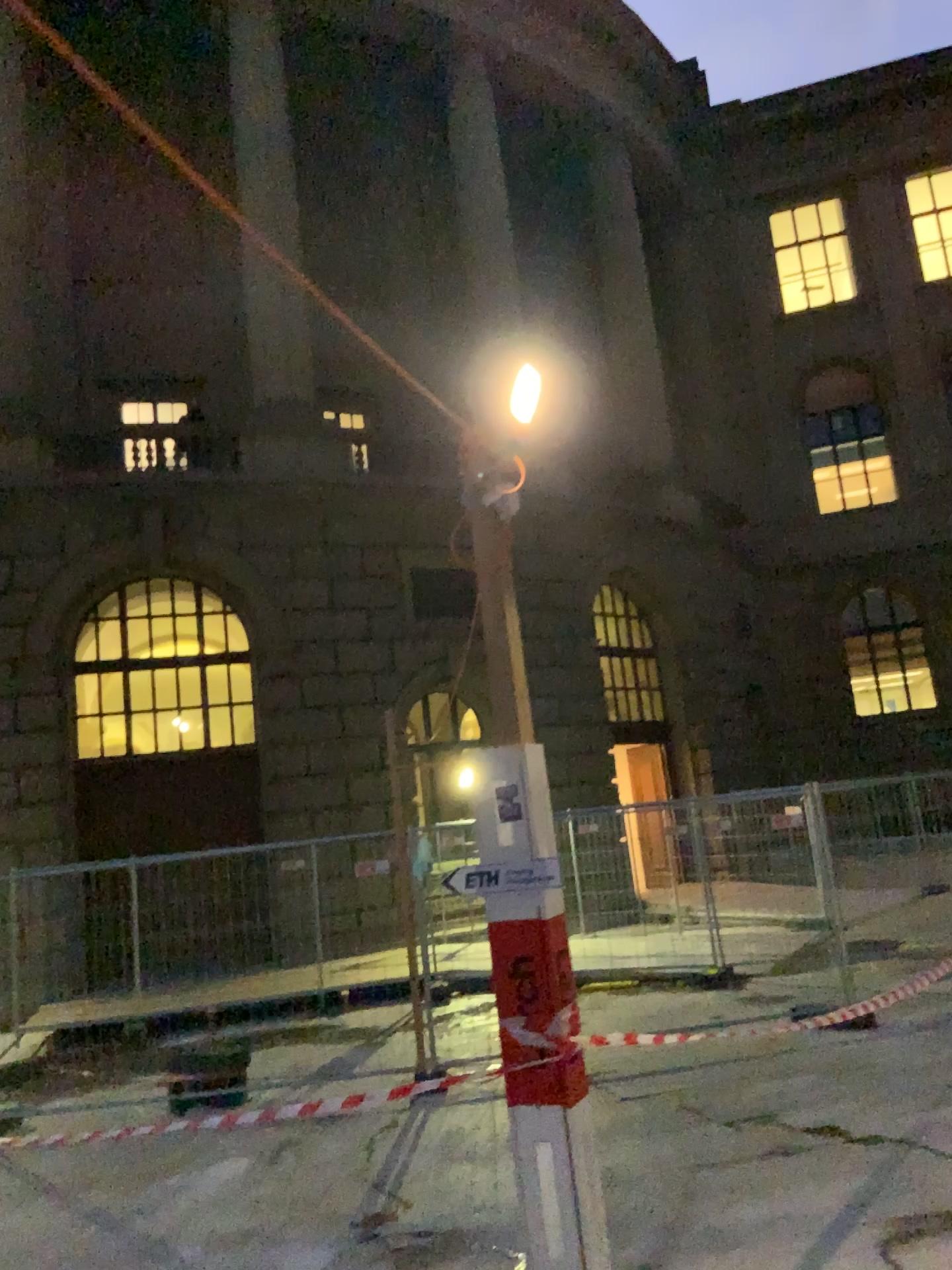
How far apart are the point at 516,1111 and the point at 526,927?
0.49m
